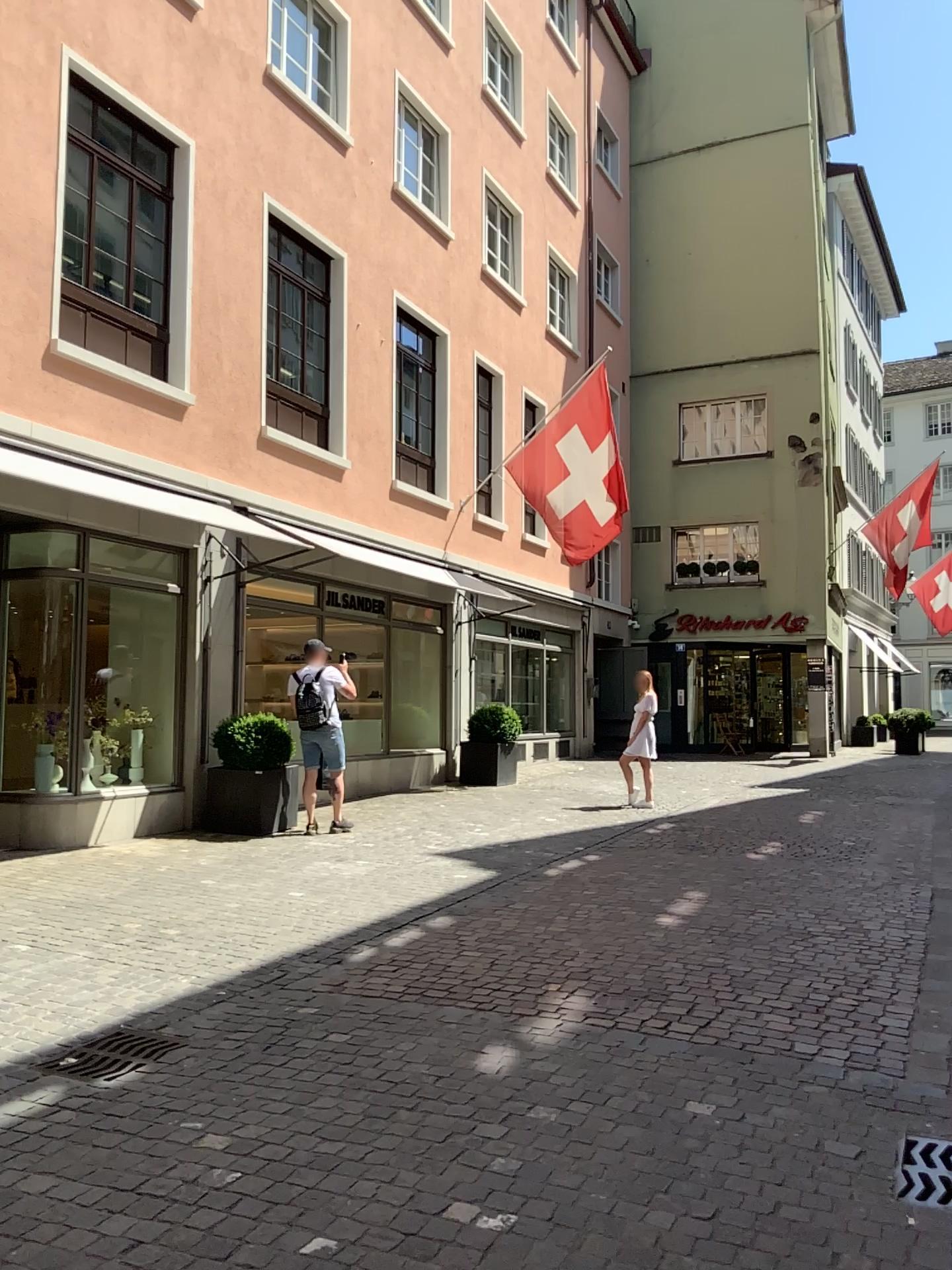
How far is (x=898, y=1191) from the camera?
3.0m

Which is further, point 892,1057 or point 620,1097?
point 892,1057

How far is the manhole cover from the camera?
2.97m
